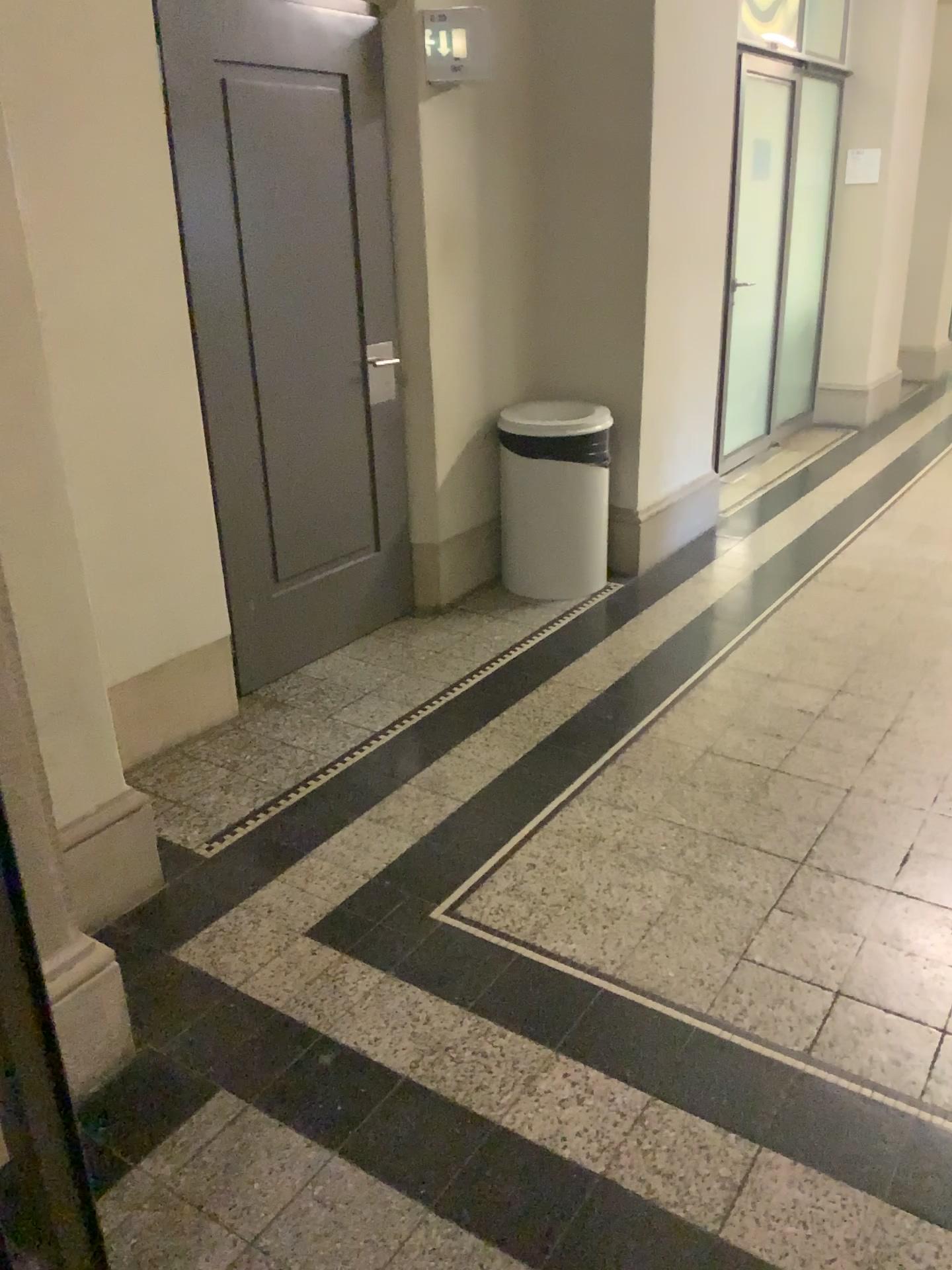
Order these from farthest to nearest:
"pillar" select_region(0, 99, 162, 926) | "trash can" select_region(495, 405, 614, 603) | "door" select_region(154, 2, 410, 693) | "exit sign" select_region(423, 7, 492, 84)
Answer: "trash can" select_region(495, 405, 614, 603) < "exit sign" select_region(423, 7, 492, 84) < "door" select_region(154, 2, 410, 693) < "pillar" select_region(0, 99, 162, 926)

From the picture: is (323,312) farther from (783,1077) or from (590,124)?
(783,1077)

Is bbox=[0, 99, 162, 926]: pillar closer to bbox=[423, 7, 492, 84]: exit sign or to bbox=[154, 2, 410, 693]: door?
bbox=[154, 2, 410, 693]: door

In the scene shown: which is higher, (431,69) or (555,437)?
(431,69)

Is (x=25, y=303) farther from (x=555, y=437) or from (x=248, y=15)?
(x=555, y=437)

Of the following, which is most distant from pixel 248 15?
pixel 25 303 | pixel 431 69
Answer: pixel 25 303

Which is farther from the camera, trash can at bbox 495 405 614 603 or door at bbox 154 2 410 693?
trash can at bbox 495 405 614 603

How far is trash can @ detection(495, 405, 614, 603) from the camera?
4.1 meters

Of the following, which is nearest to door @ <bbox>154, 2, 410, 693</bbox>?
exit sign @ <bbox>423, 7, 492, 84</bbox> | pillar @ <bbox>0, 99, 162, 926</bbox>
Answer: exit sign @ <bbox>423, 7, 492, 84</bbox>

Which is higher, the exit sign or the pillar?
the exit sign
